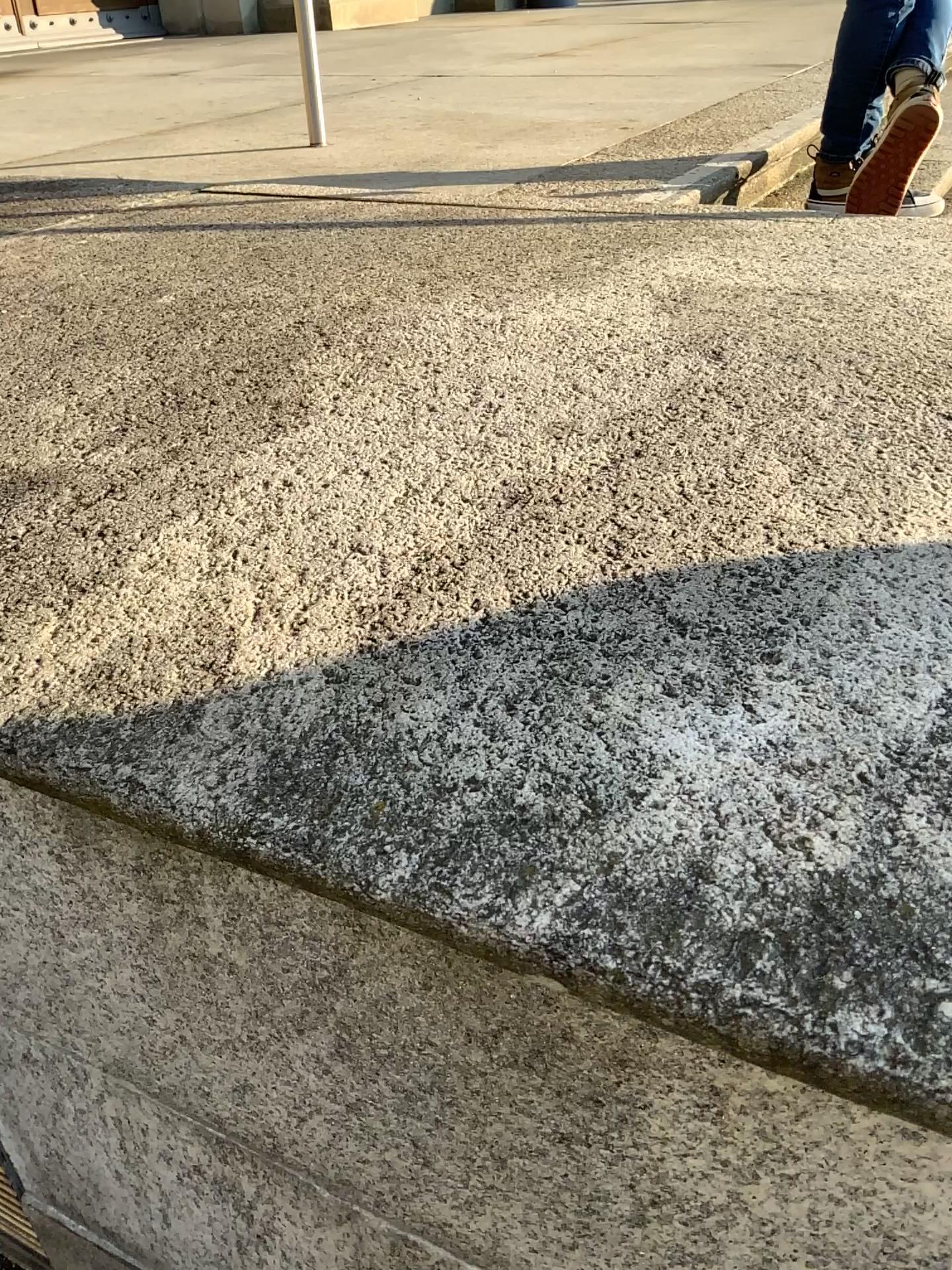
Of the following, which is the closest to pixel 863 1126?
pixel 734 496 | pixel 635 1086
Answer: pixel 635 1086
